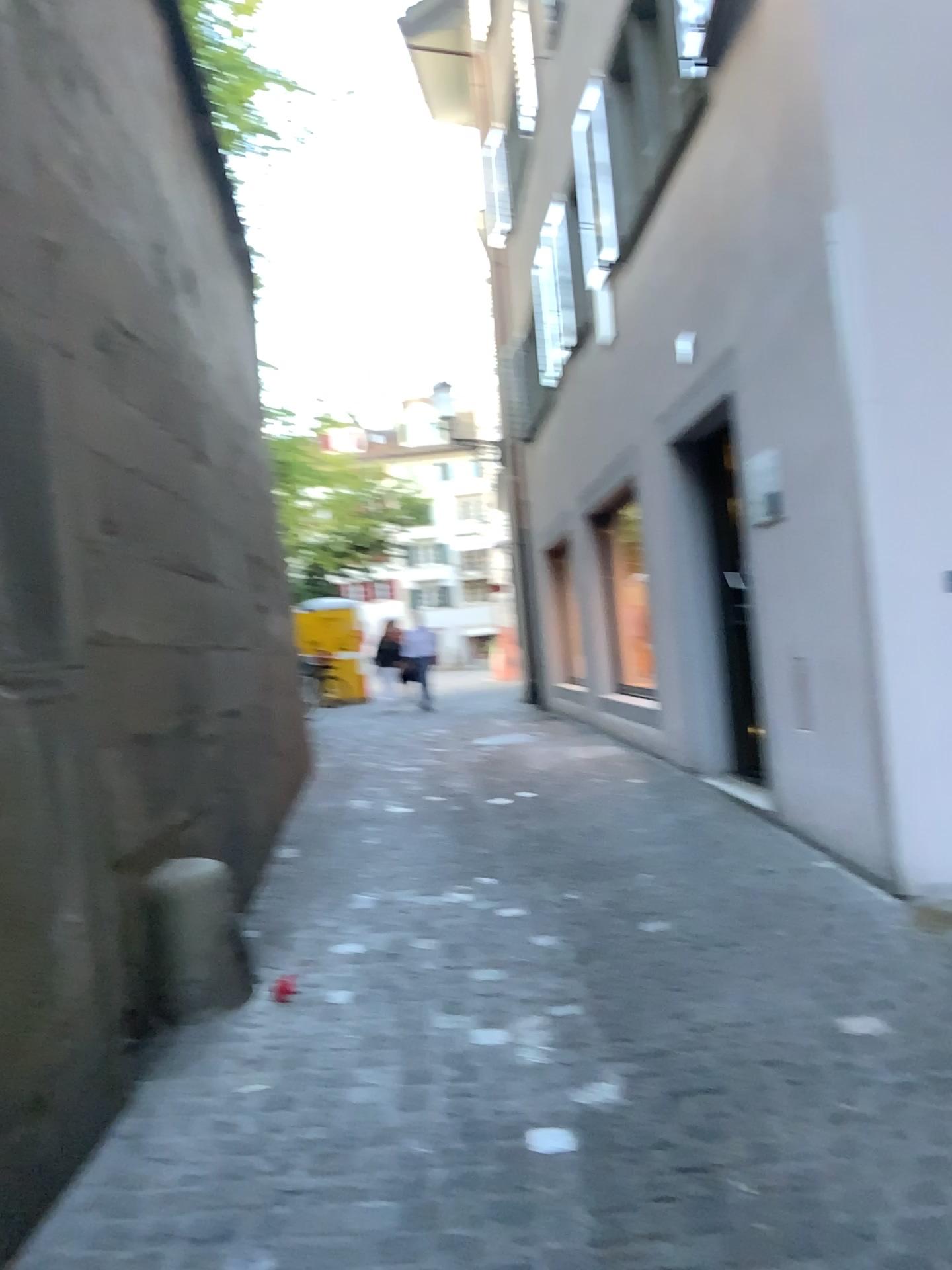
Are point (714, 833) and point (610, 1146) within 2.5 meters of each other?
no

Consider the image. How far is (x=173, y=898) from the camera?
3.1m

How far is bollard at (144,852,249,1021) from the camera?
3.11m
